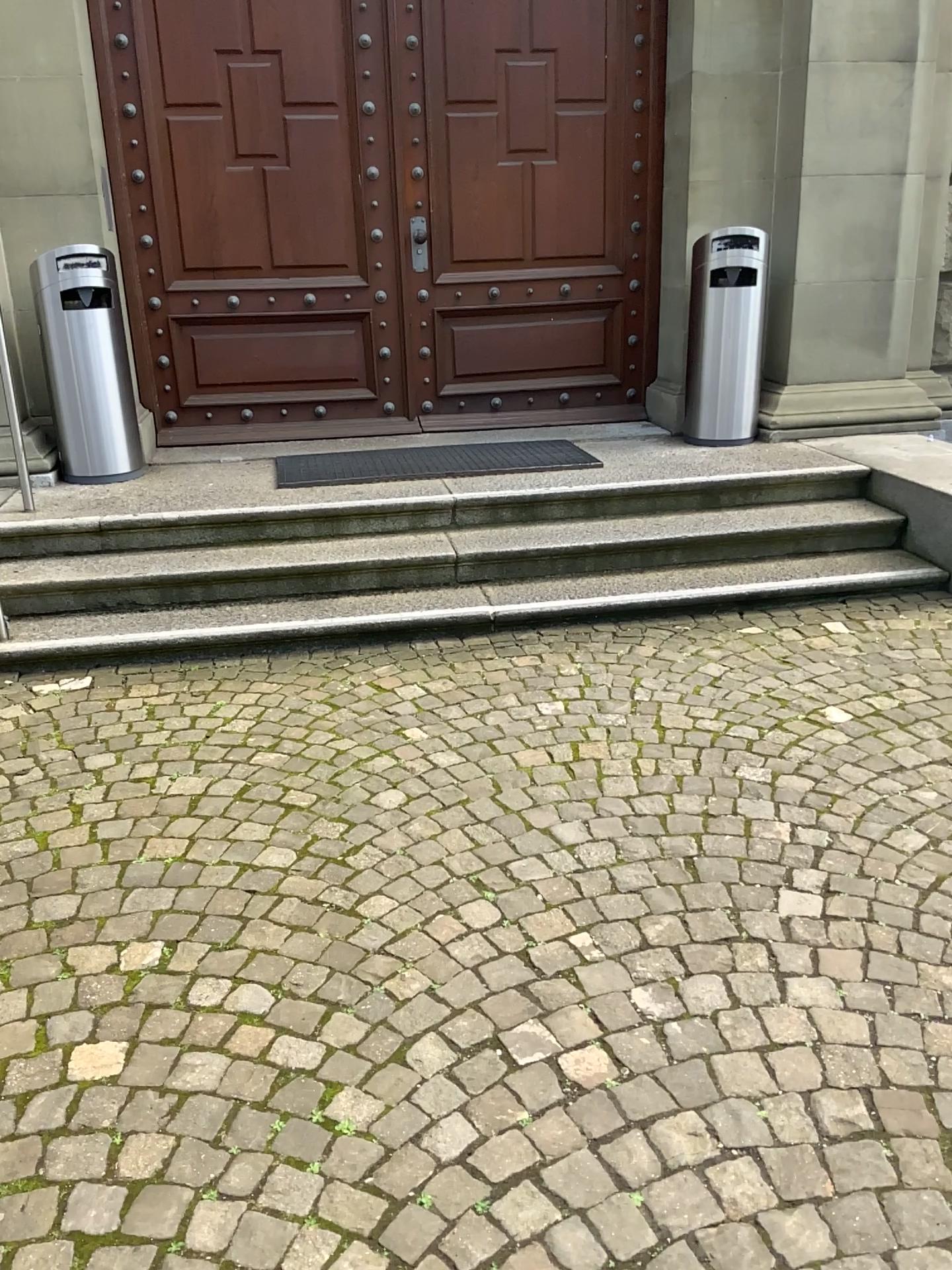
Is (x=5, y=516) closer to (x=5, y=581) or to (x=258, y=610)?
(x=5, y=581)

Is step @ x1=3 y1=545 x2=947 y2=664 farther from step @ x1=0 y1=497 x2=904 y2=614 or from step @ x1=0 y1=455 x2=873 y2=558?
step @ x1=0 y1=455 x2=873 y2=558

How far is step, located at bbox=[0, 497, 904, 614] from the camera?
4.1m

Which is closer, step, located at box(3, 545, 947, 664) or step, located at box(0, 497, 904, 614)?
step, located at box(3, 545, 947, 664)

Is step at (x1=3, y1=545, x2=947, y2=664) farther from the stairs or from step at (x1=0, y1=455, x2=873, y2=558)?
step at (x1=0, y1=455, x2=873, y2=558)

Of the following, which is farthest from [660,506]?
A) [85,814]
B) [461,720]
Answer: [85,814]

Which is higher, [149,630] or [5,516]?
[5,516]

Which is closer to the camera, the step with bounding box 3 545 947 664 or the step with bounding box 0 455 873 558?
the step with bounding box 3 545 947 664

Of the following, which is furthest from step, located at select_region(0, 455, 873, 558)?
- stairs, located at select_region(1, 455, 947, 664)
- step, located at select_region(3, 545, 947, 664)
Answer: step, located at select_region(3, 545, 947, 664)

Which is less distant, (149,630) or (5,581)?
(149,630)
